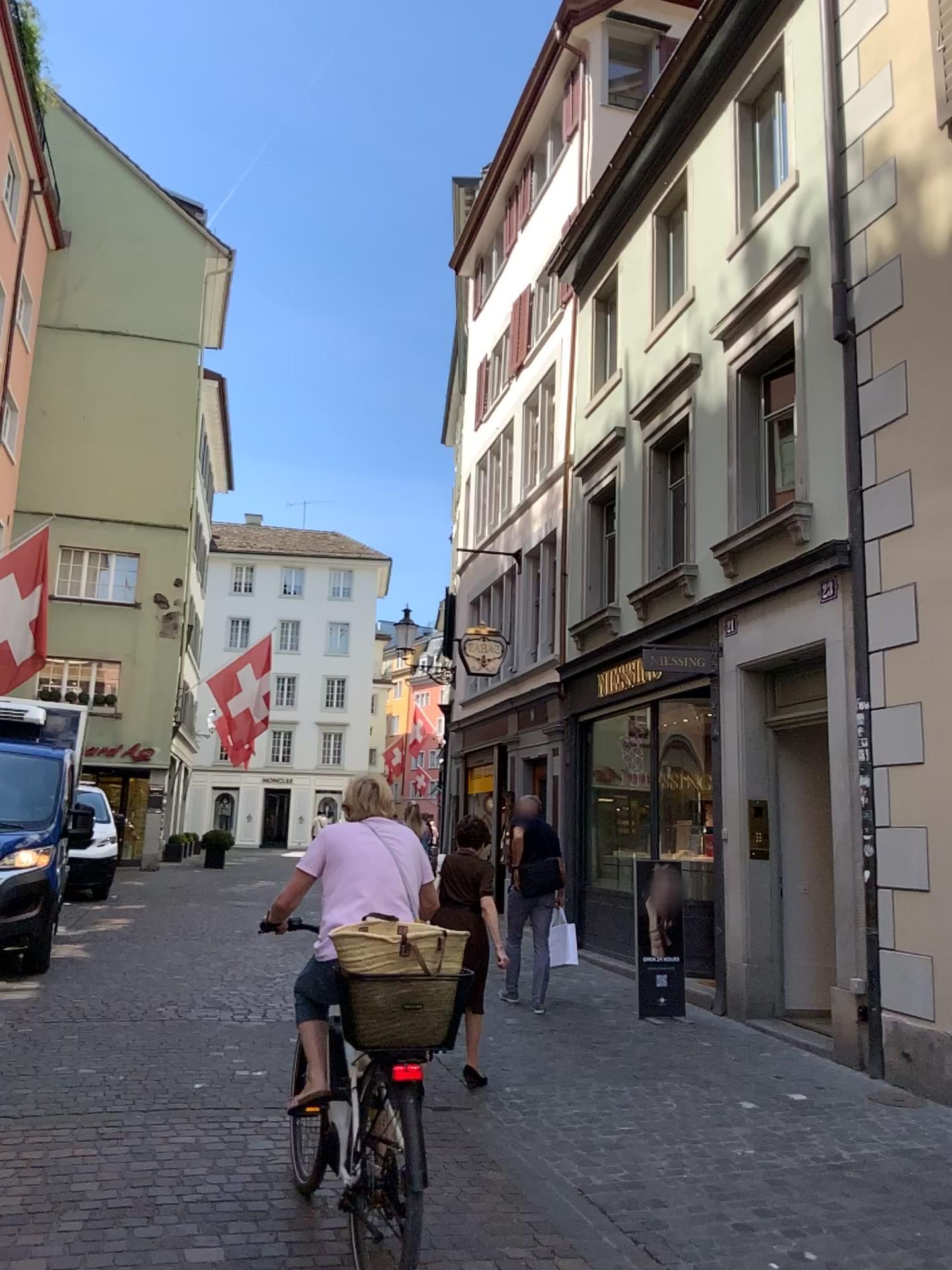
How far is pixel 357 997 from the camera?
3.1 meters

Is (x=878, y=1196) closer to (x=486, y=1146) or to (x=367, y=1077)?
(x=486, y=1146)

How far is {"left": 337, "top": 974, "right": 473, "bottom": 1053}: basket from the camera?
3.1m
